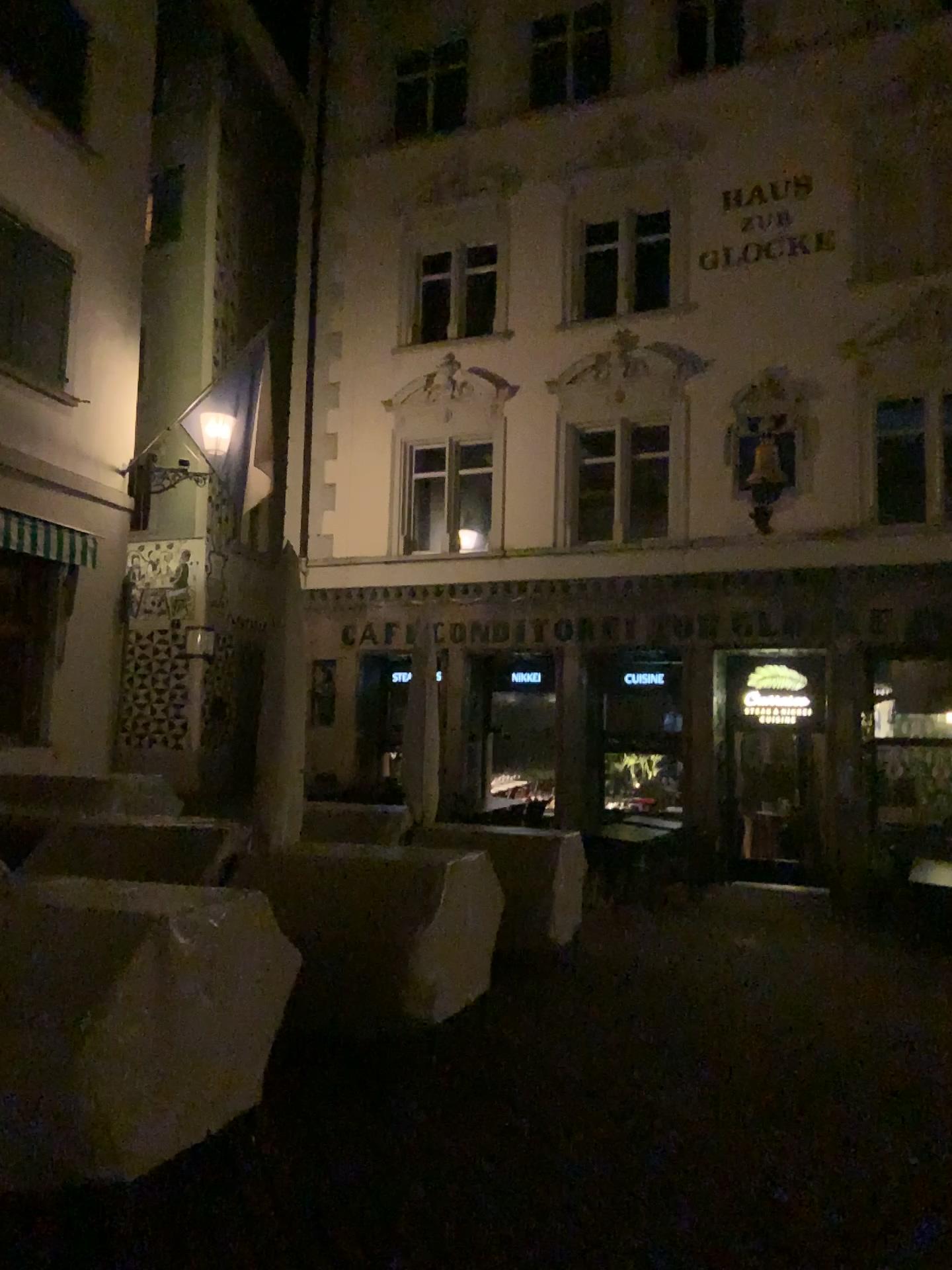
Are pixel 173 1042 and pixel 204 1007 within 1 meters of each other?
yes
